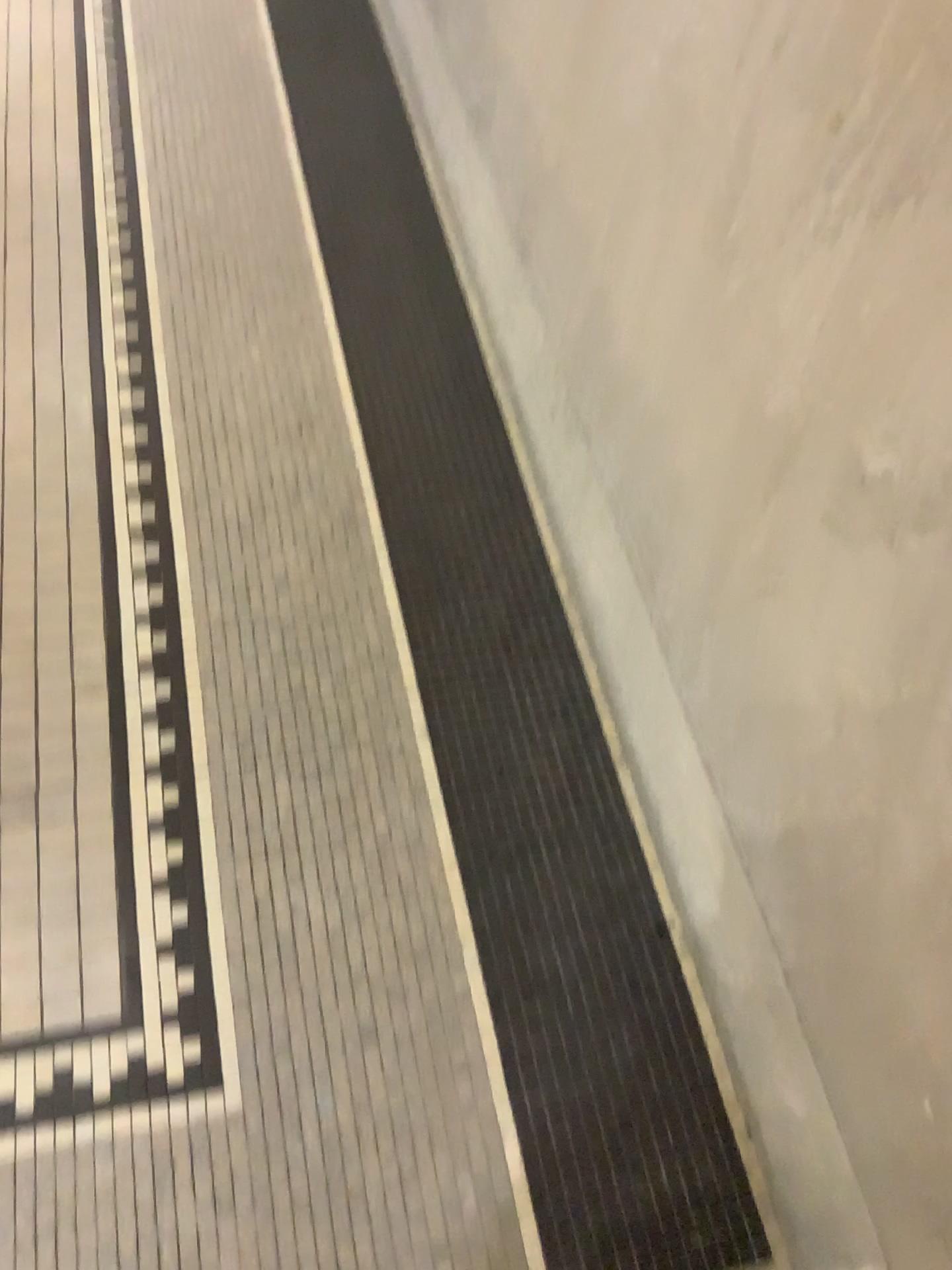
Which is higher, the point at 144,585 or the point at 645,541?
the point at 645,541
